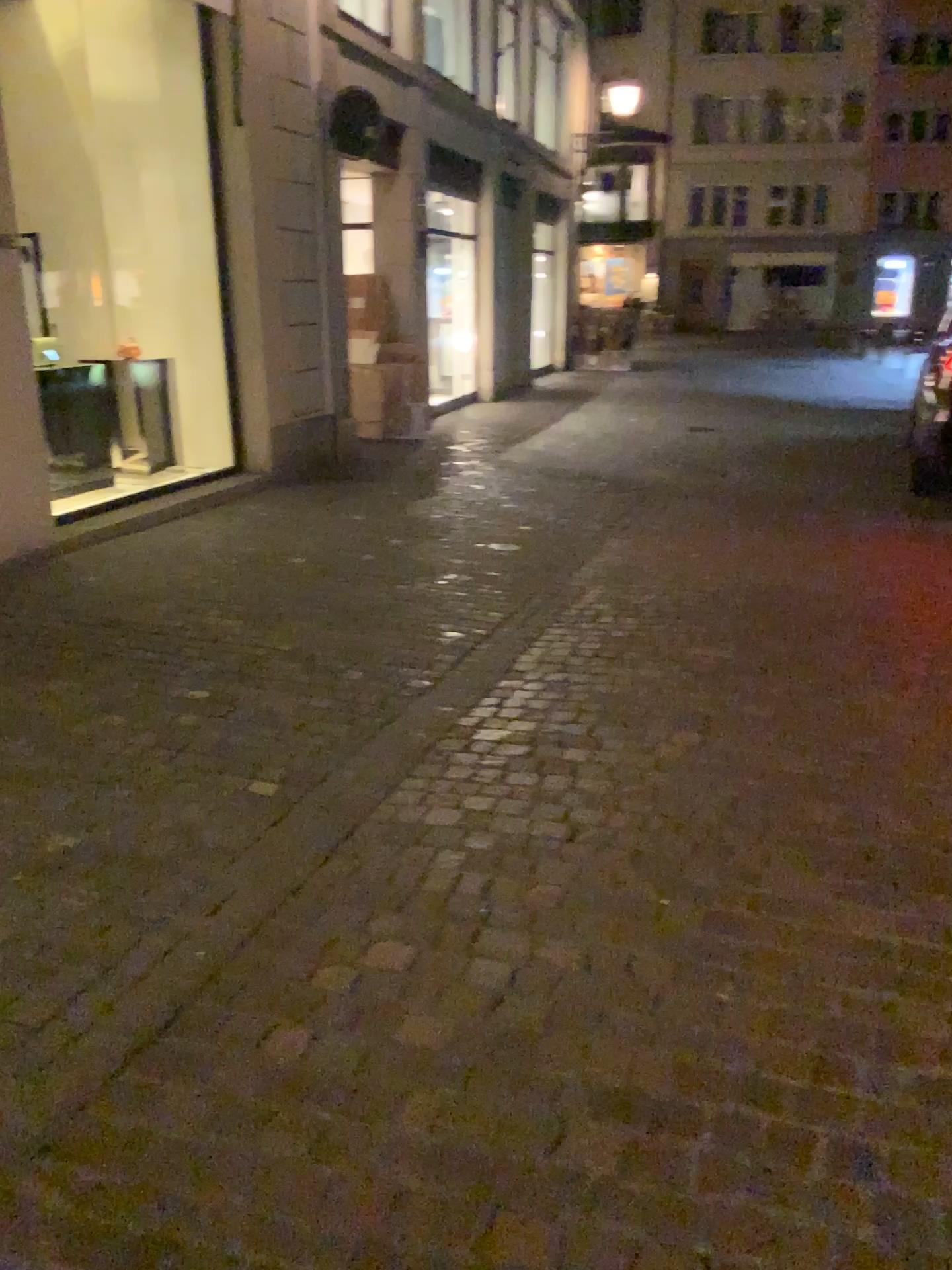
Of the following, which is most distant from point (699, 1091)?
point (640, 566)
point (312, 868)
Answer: point (640, 566)
